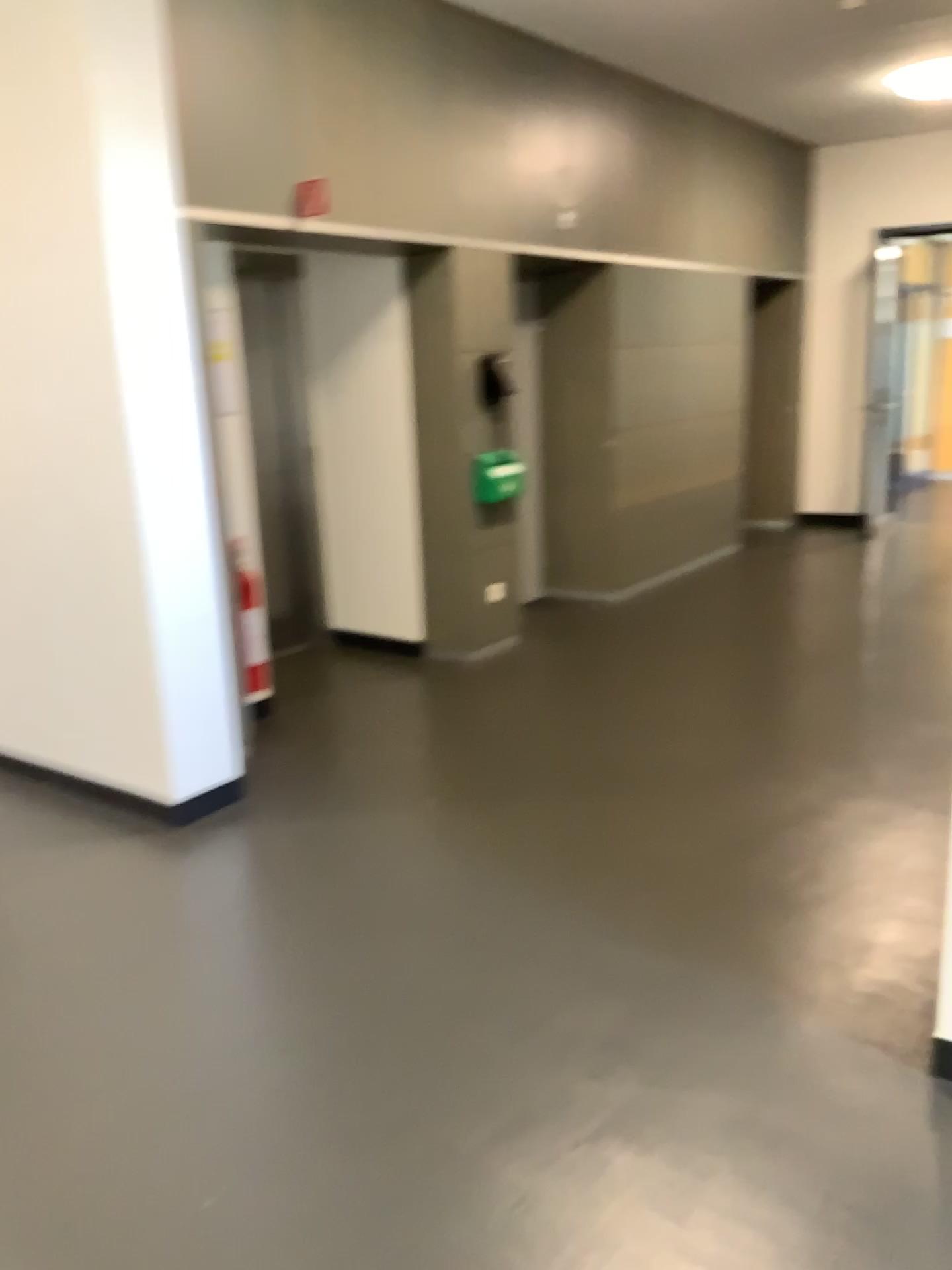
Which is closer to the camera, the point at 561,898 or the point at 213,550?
the point at 561,898
